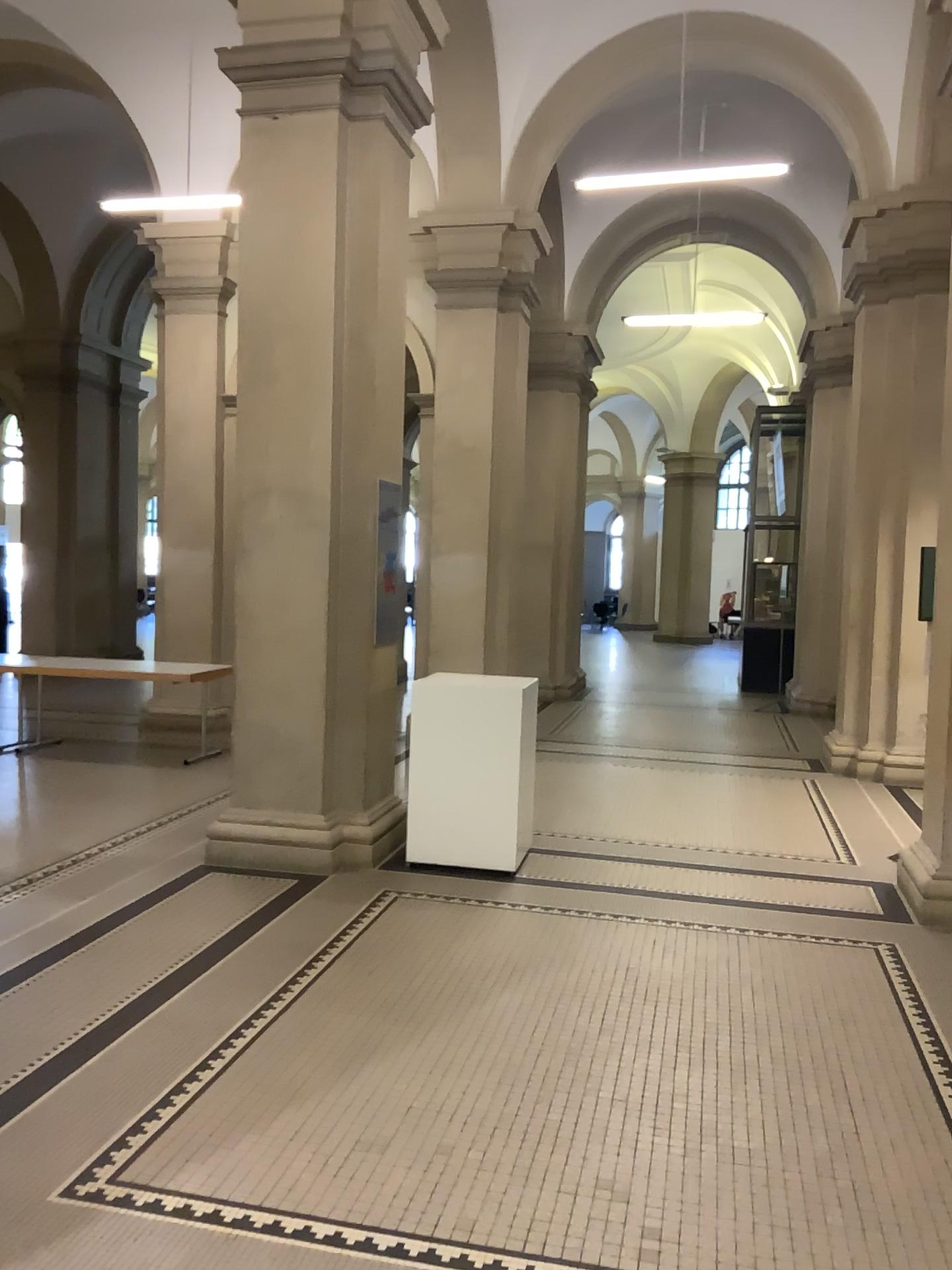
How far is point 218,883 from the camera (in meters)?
5.16
